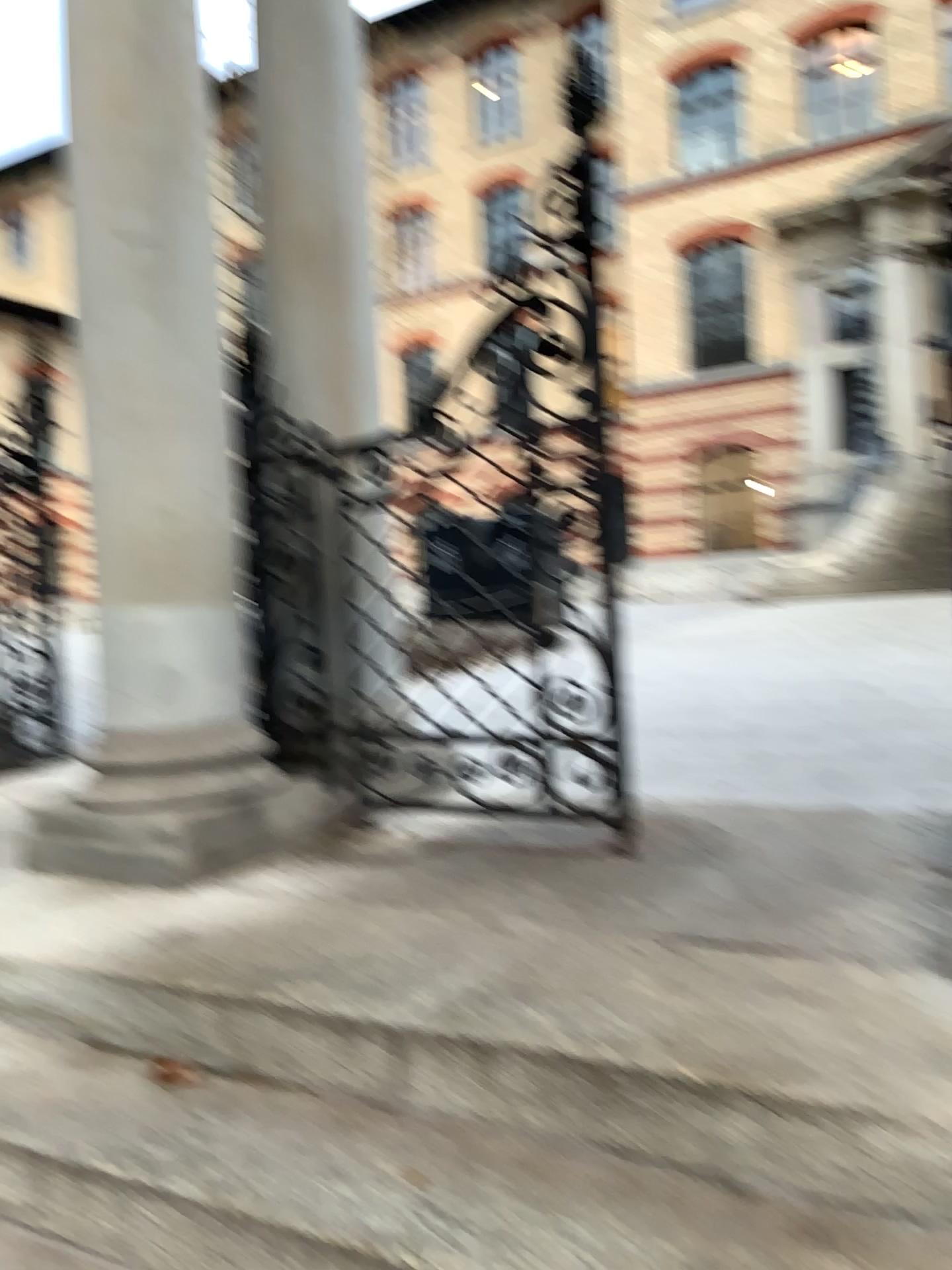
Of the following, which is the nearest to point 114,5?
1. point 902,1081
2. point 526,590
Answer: point 526,590

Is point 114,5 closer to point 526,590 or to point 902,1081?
point 526,590

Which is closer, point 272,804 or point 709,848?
point 709,848

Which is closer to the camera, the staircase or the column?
the staircase

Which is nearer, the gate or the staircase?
the staircase

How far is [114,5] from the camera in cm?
262

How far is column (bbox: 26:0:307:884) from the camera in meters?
2.6
